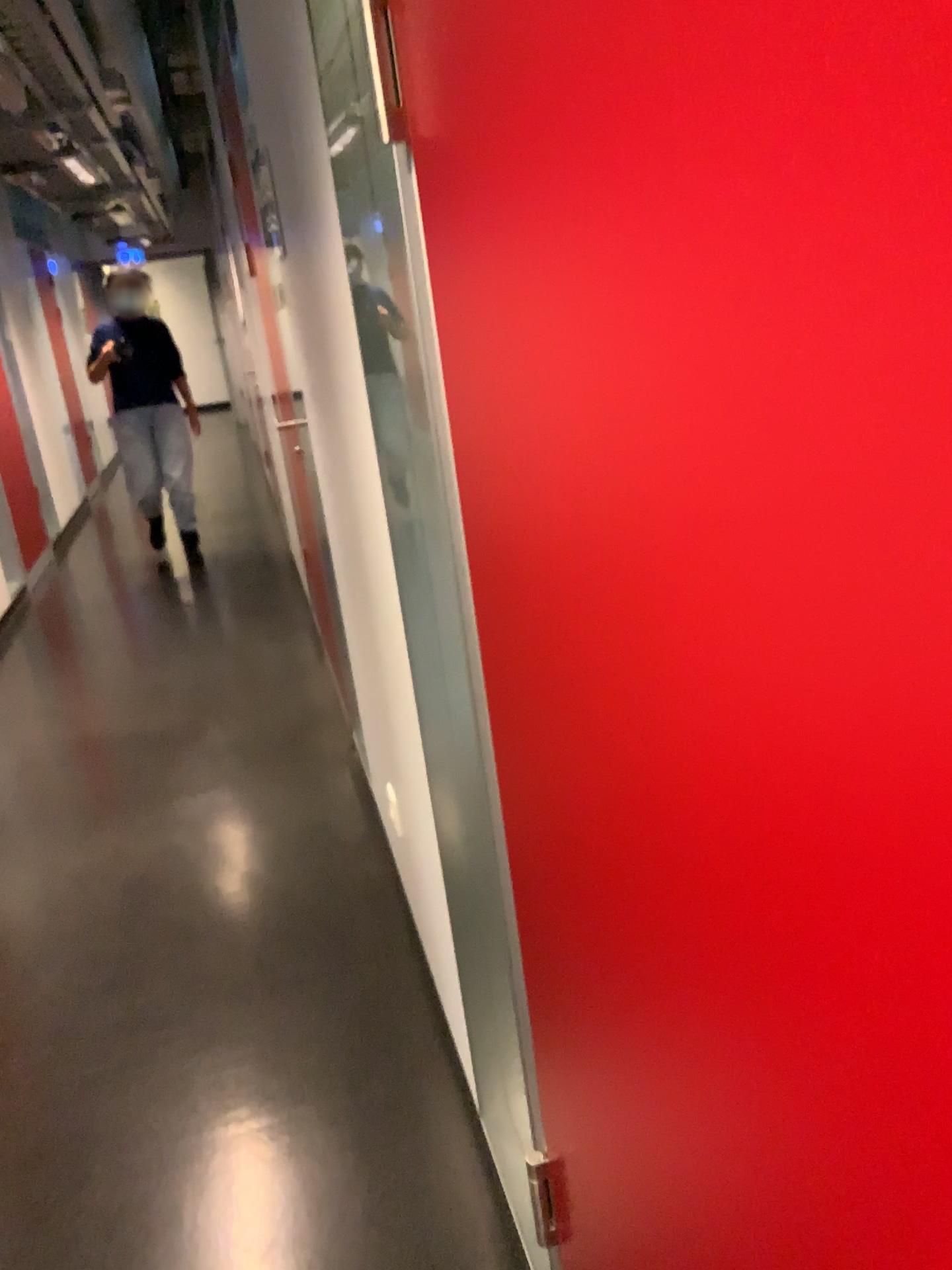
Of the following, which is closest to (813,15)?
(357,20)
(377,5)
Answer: (377,5)

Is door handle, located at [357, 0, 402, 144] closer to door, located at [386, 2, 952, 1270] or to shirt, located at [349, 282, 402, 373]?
door, located at [386, 2, 952, 1270]

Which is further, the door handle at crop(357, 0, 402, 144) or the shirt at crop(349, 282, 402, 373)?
the shirt at crop(349, 282, 402, 373)

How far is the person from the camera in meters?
1.4 m

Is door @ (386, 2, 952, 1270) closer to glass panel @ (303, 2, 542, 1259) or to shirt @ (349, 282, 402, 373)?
glass panel @ (303, 2, 542, 1259)

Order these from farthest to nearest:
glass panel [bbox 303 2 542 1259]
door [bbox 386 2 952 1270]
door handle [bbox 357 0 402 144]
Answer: glass panel [bbox 303 2 542 1259] < door handle [bbox 357 0 402 144] < door [bbox 386 2 952 1270]

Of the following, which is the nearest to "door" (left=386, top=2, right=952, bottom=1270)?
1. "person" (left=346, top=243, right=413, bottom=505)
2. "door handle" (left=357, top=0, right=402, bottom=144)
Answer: "door handle" (left=357, top=0, right=402, bottom=144)

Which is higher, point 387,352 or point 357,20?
point 357,20

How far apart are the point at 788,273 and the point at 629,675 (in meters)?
0.28

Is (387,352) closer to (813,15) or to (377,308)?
(377,308)
